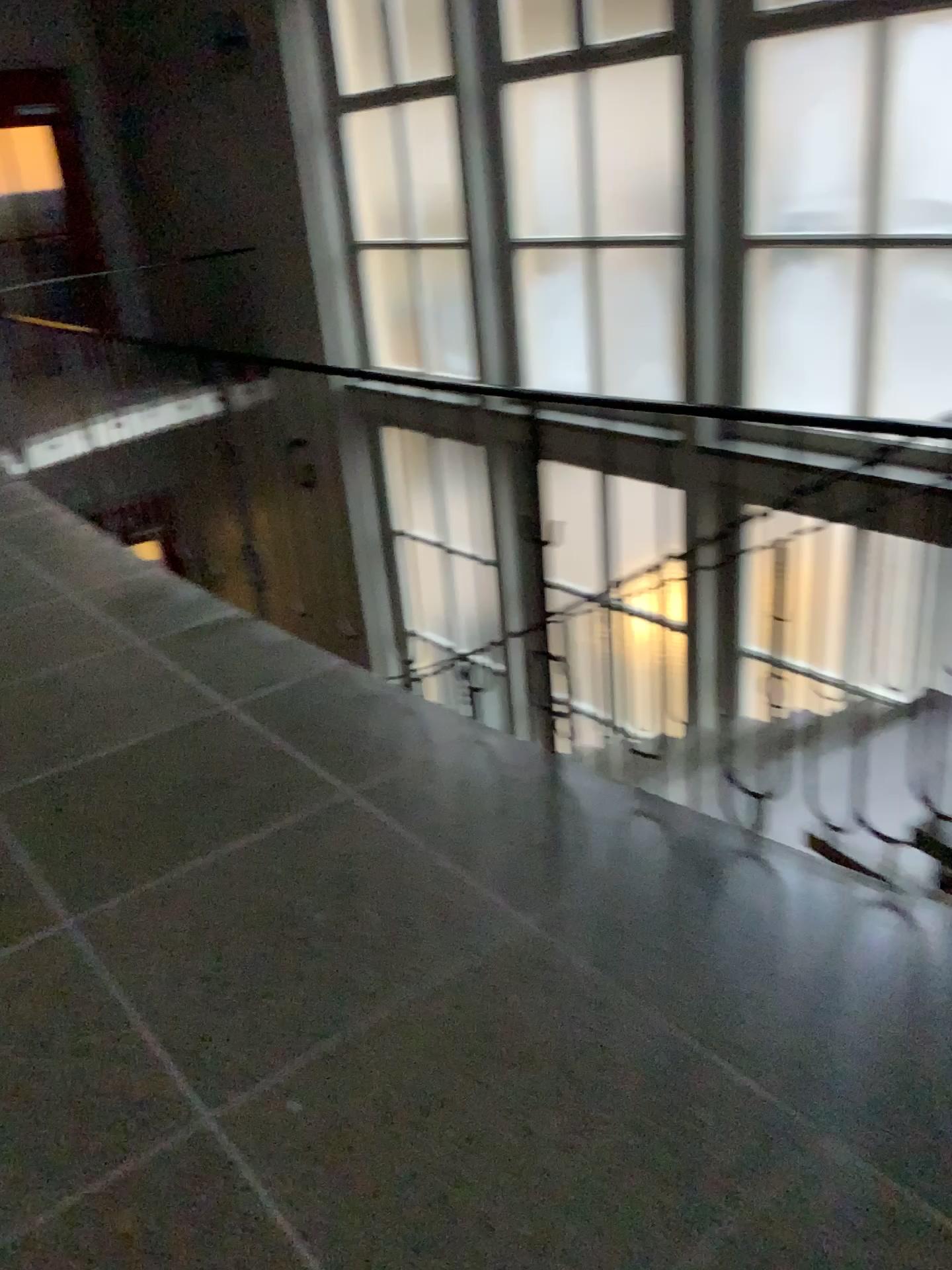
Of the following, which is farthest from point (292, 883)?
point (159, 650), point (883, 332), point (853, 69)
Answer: point (853, 69)
